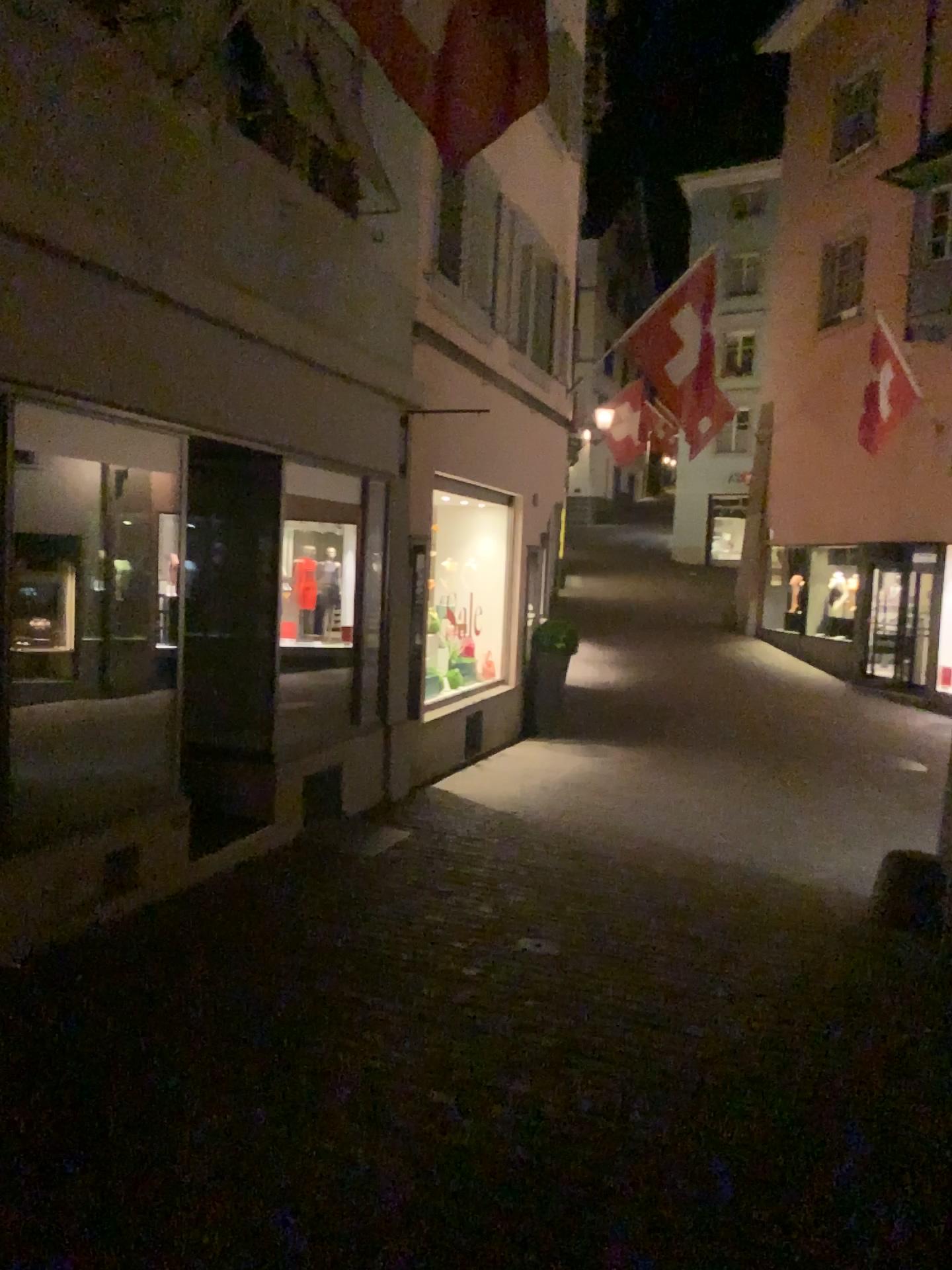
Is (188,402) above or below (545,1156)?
above
